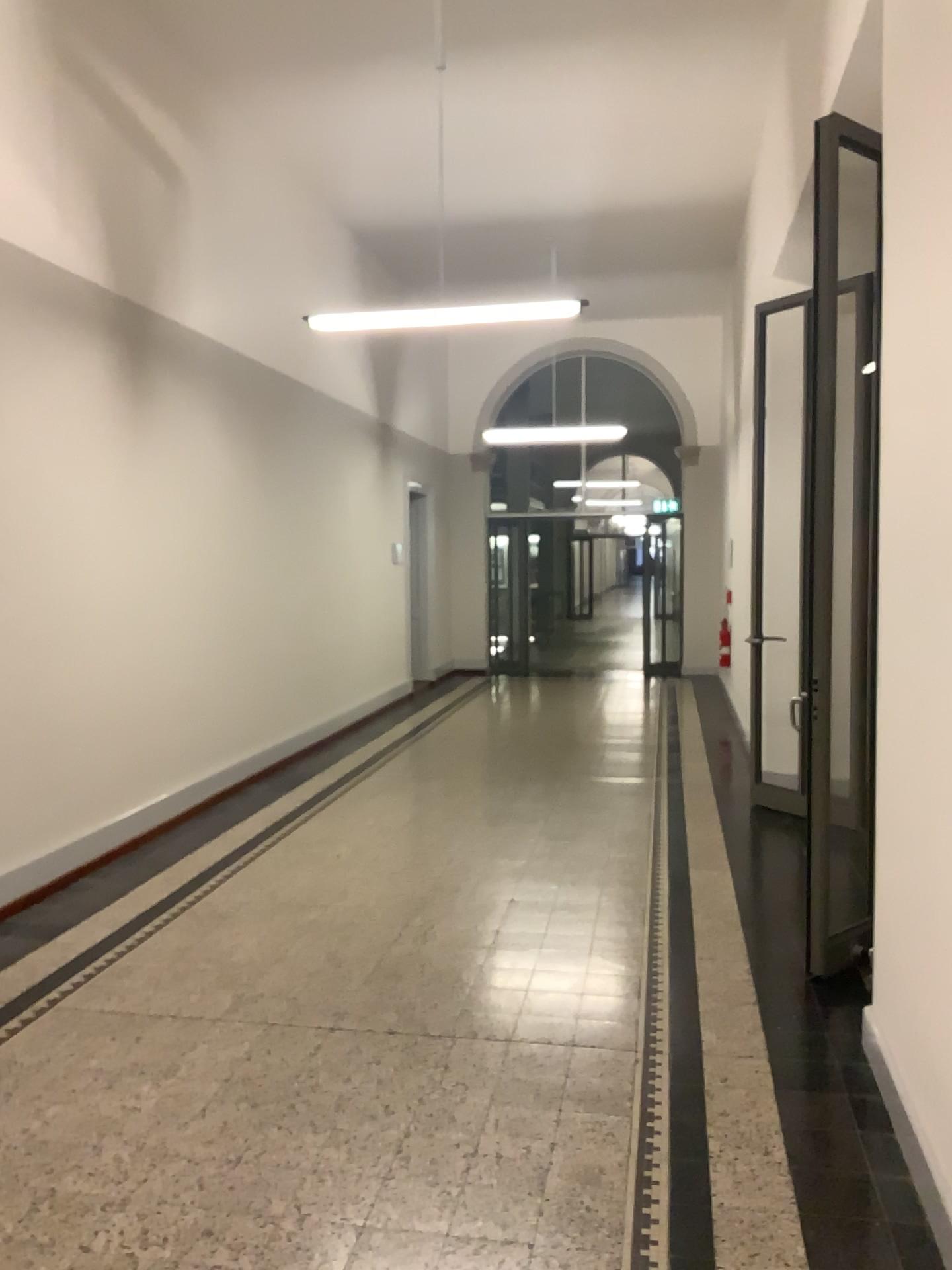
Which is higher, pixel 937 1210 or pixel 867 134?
pixel 867 134

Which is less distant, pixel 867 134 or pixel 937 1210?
pixel 937 1210

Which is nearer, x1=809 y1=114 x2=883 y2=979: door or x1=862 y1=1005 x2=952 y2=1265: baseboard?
x1=862 y1=1005 x2=952 y2=1265: baseboard

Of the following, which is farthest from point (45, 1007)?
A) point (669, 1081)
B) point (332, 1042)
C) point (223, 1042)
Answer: point (669, 1081)
